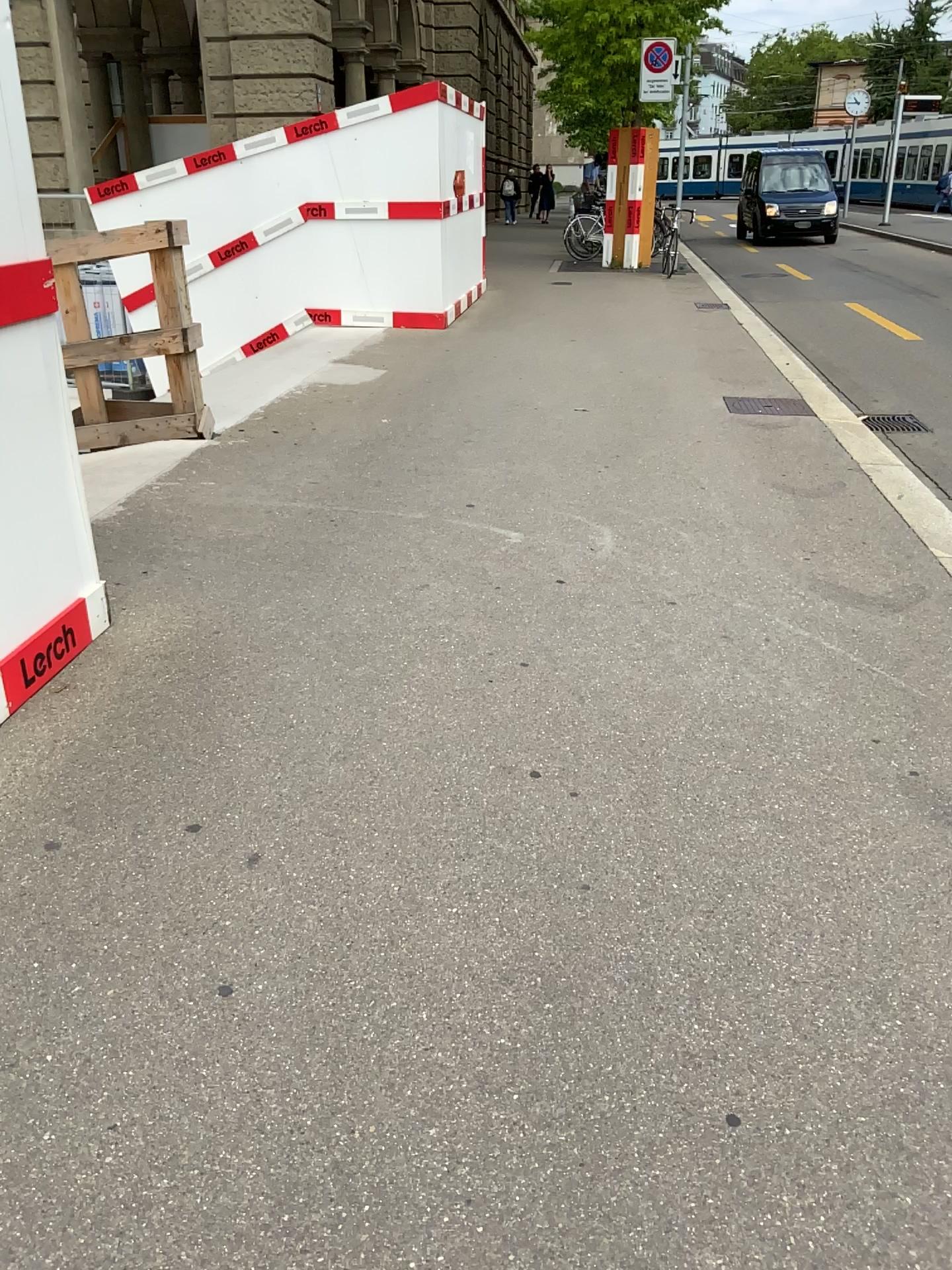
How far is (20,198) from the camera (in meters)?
2.86

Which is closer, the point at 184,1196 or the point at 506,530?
the point at 184,1196

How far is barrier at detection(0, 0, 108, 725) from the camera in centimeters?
286cm
